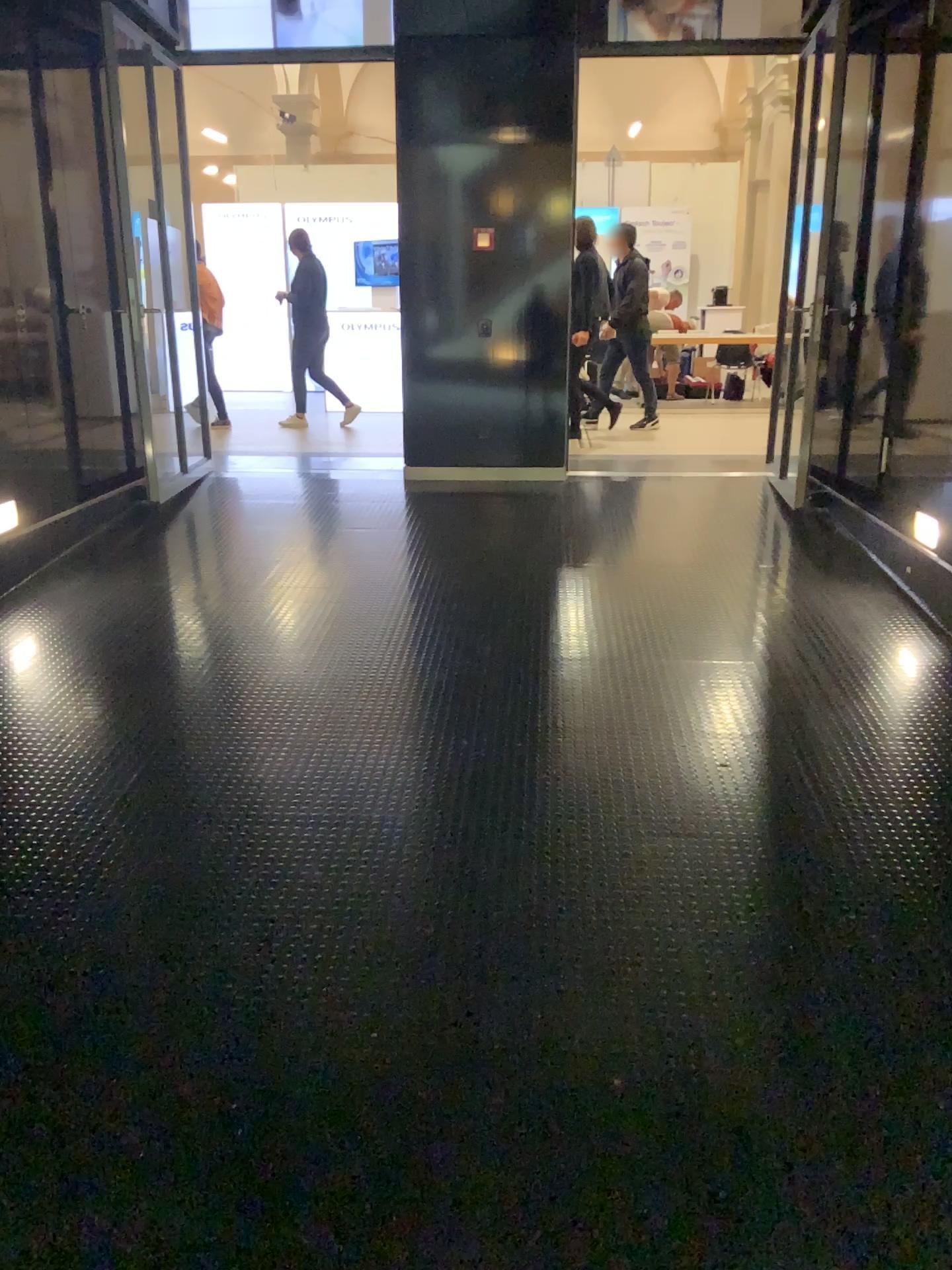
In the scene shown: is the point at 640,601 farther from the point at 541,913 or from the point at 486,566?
the point at 541,913
